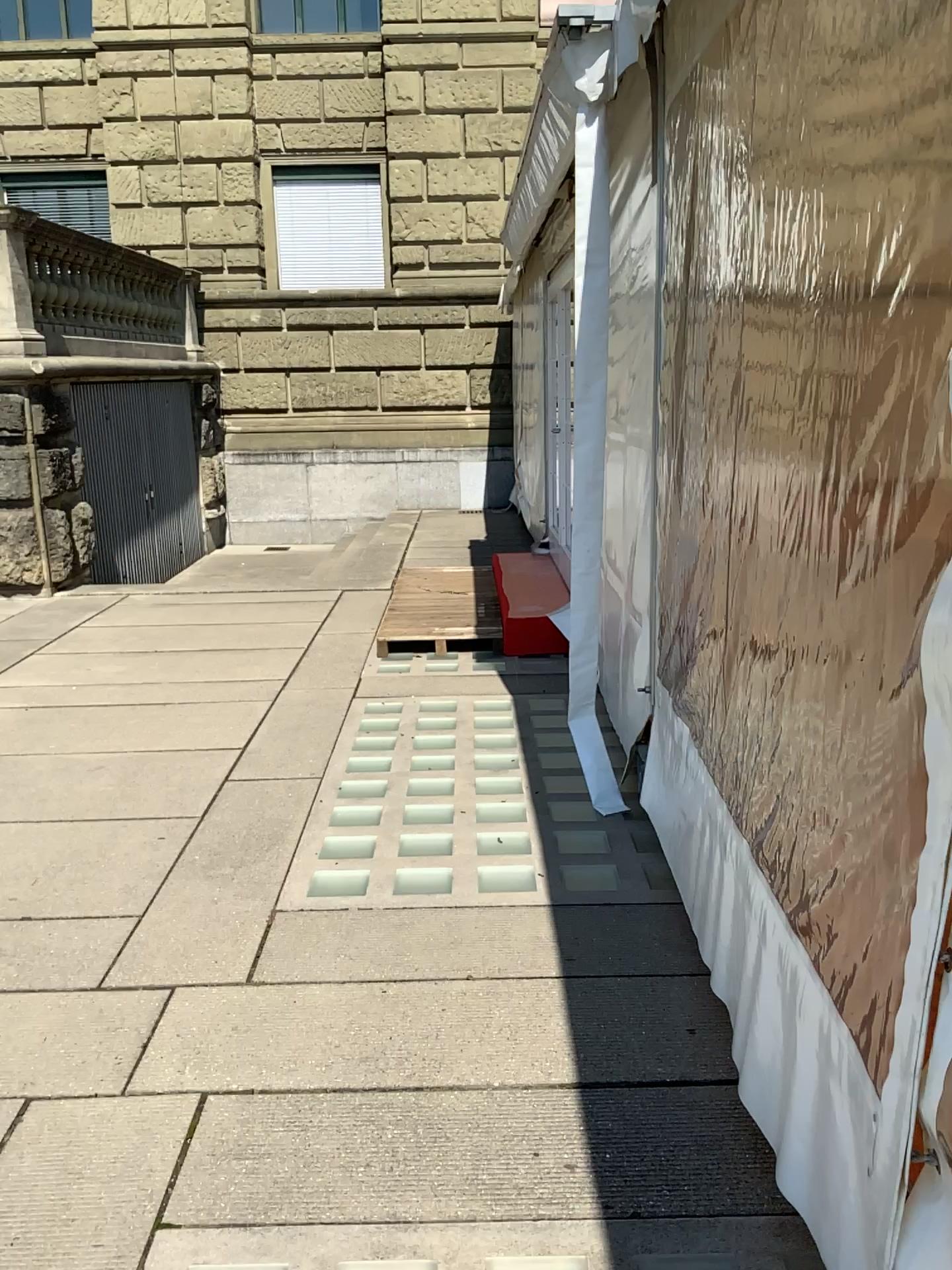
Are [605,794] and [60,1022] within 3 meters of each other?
yes
